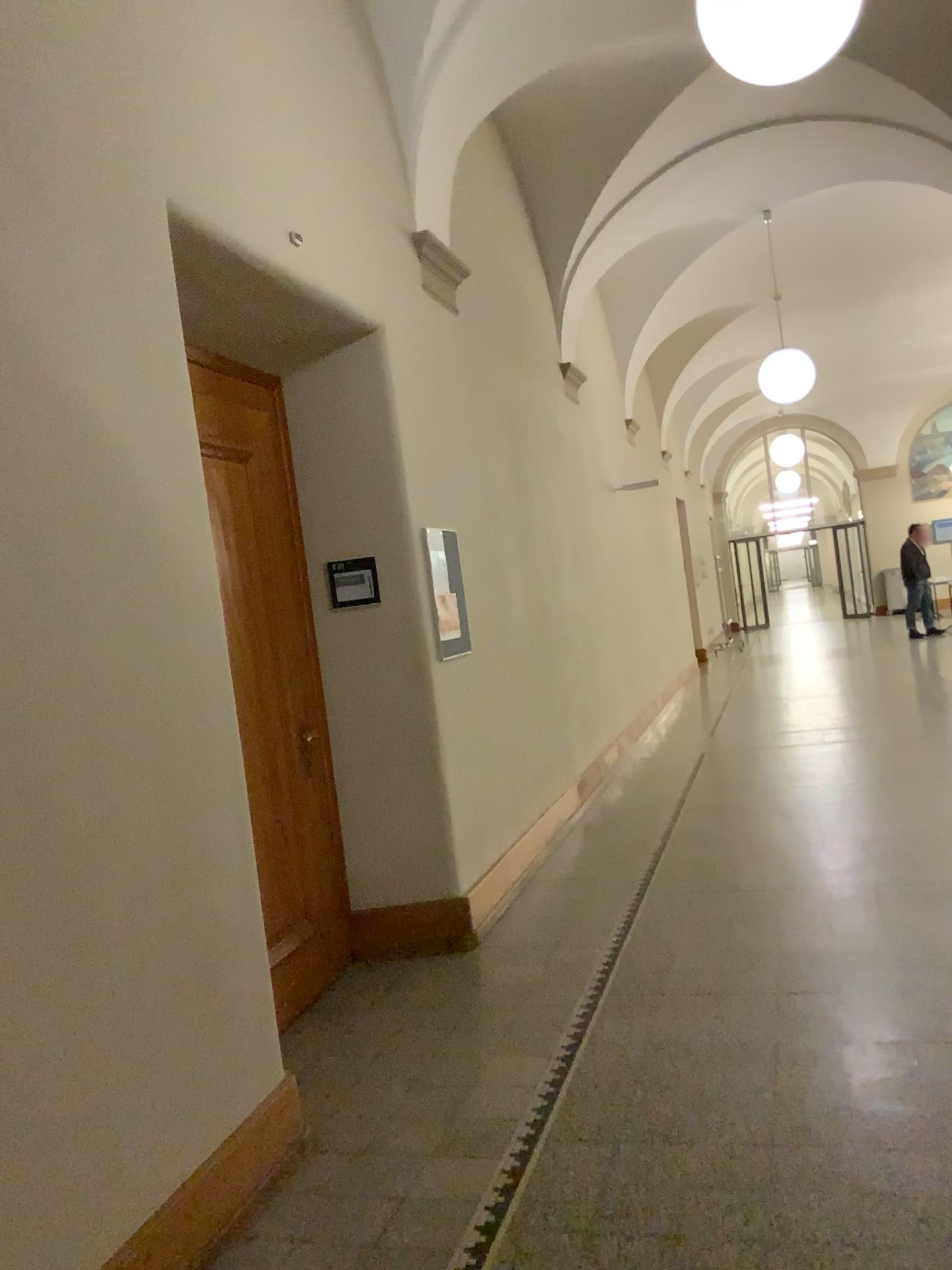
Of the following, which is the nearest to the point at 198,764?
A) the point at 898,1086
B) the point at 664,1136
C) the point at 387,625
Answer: the point at 664,1136
